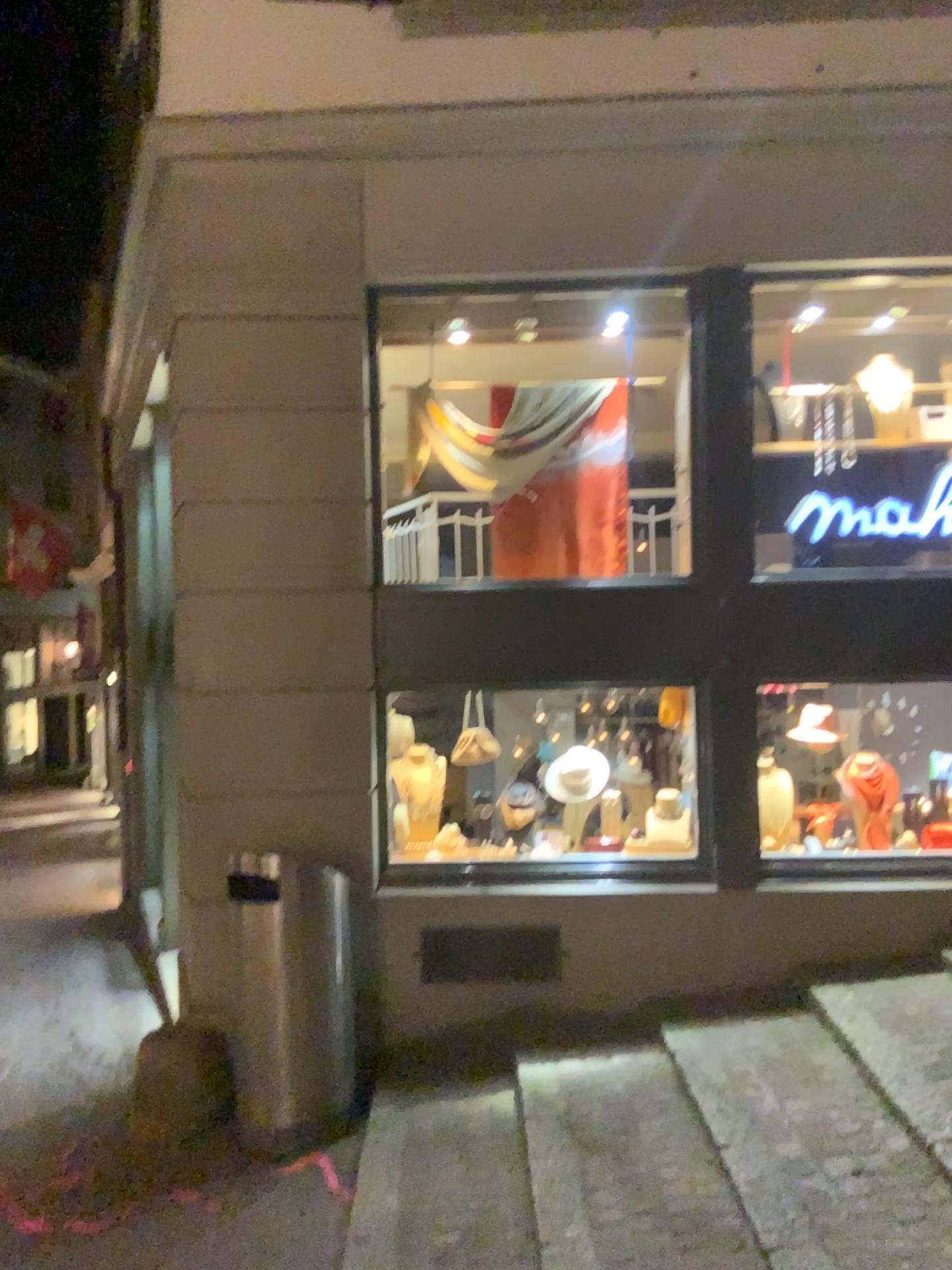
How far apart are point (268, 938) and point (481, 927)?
1.05m

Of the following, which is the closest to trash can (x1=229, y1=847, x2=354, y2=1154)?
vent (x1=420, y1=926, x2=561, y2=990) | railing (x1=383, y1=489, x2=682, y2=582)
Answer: vent (x1=420, y1=926, x2=561, y2=990)

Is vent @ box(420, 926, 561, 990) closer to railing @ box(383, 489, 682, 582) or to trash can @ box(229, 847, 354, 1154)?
trash can @ box(229, 847, 354, 1154)

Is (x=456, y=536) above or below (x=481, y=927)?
above

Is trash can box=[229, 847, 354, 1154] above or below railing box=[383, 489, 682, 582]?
below

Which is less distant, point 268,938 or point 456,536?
point 268,938

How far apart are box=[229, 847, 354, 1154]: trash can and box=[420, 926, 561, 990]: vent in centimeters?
47cm

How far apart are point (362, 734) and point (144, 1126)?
1.9 meters

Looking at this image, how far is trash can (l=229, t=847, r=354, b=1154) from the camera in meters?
4.2 m

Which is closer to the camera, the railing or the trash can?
the trash can
